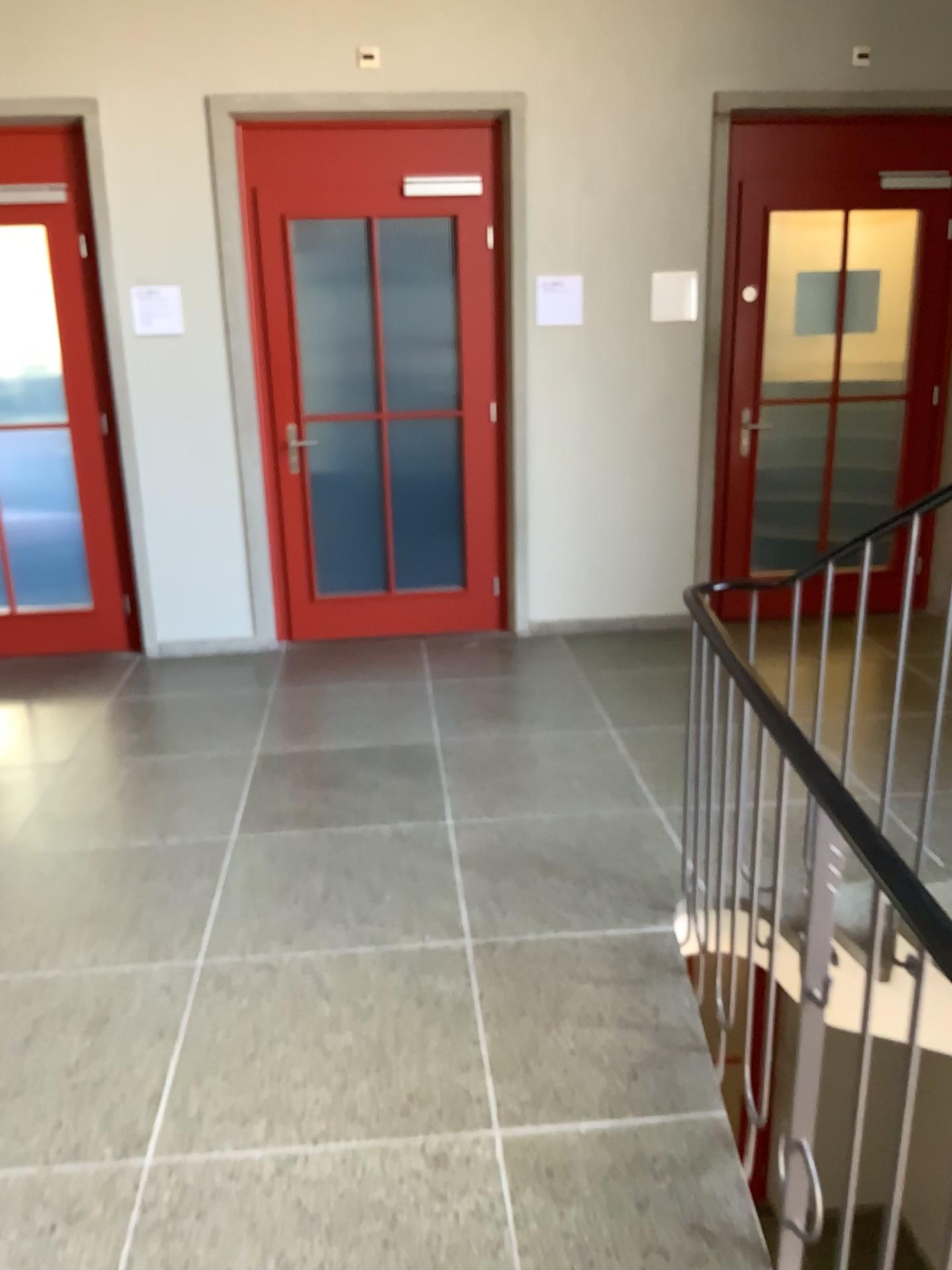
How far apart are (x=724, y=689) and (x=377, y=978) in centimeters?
112cm
